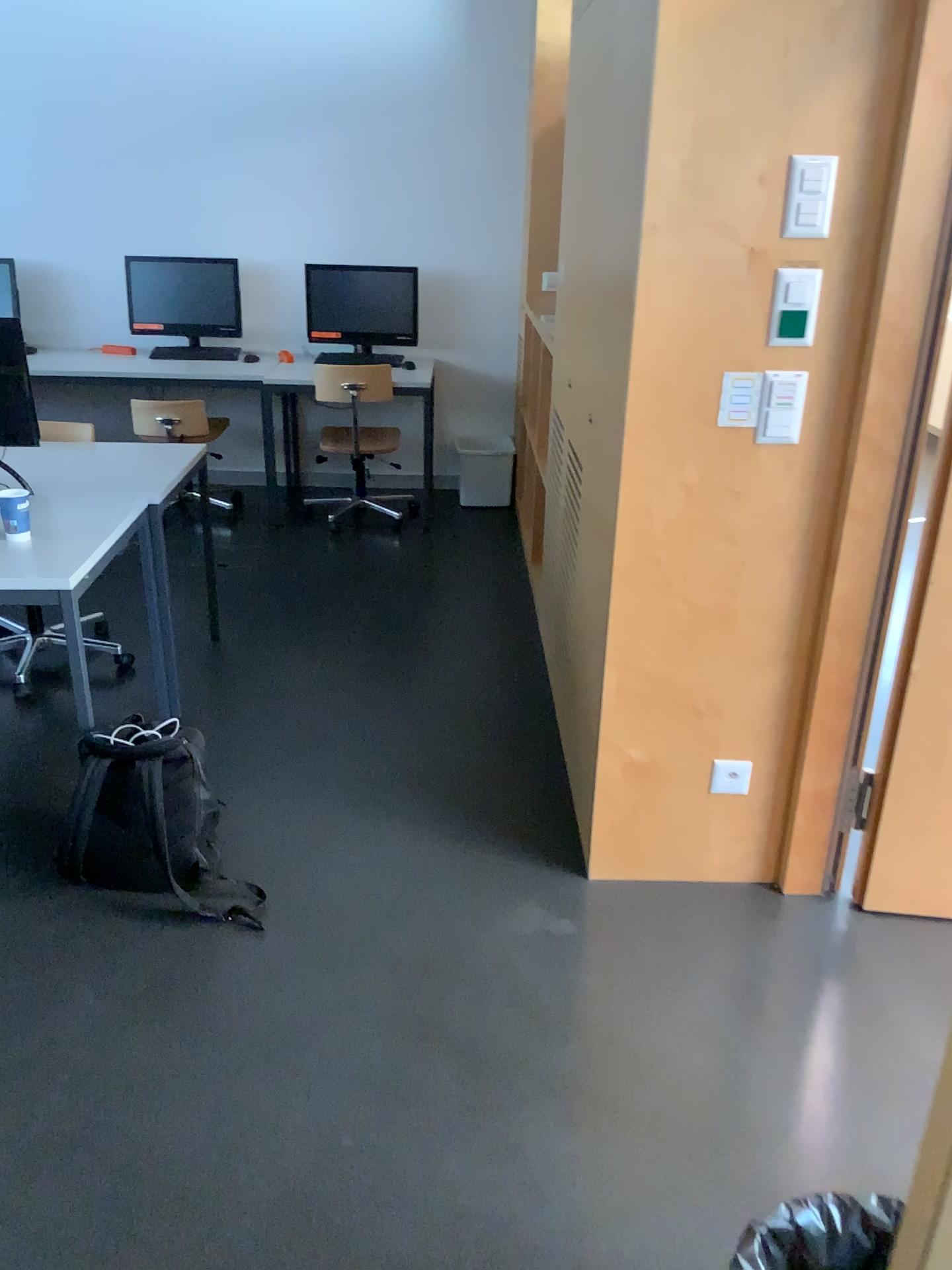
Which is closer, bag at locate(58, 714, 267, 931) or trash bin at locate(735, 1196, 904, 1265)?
trash bin at locate(735, 1196, 904, 1265)

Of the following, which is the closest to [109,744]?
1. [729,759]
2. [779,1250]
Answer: [729,759]

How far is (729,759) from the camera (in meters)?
2.50

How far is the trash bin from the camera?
1.30m

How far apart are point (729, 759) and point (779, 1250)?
1.30m

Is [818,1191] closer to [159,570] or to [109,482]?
[109,482]

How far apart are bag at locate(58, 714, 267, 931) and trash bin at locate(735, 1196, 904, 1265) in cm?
137

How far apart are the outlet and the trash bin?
1.2 meters

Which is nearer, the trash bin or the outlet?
the trash bin

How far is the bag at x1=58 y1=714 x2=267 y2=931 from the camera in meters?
2.4 m
